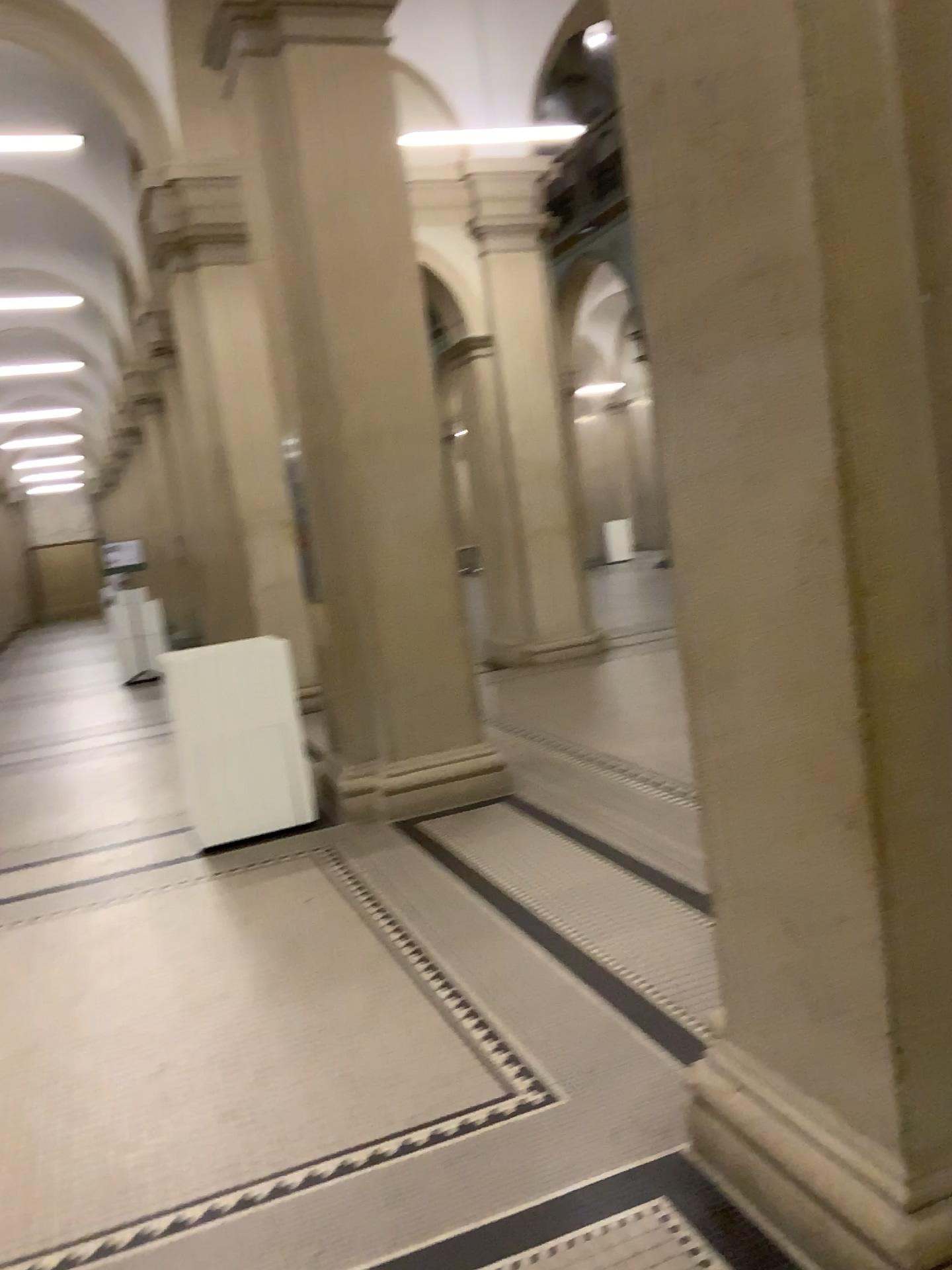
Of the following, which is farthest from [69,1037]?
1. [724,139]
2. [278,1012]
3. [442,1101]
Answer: [724,139]
